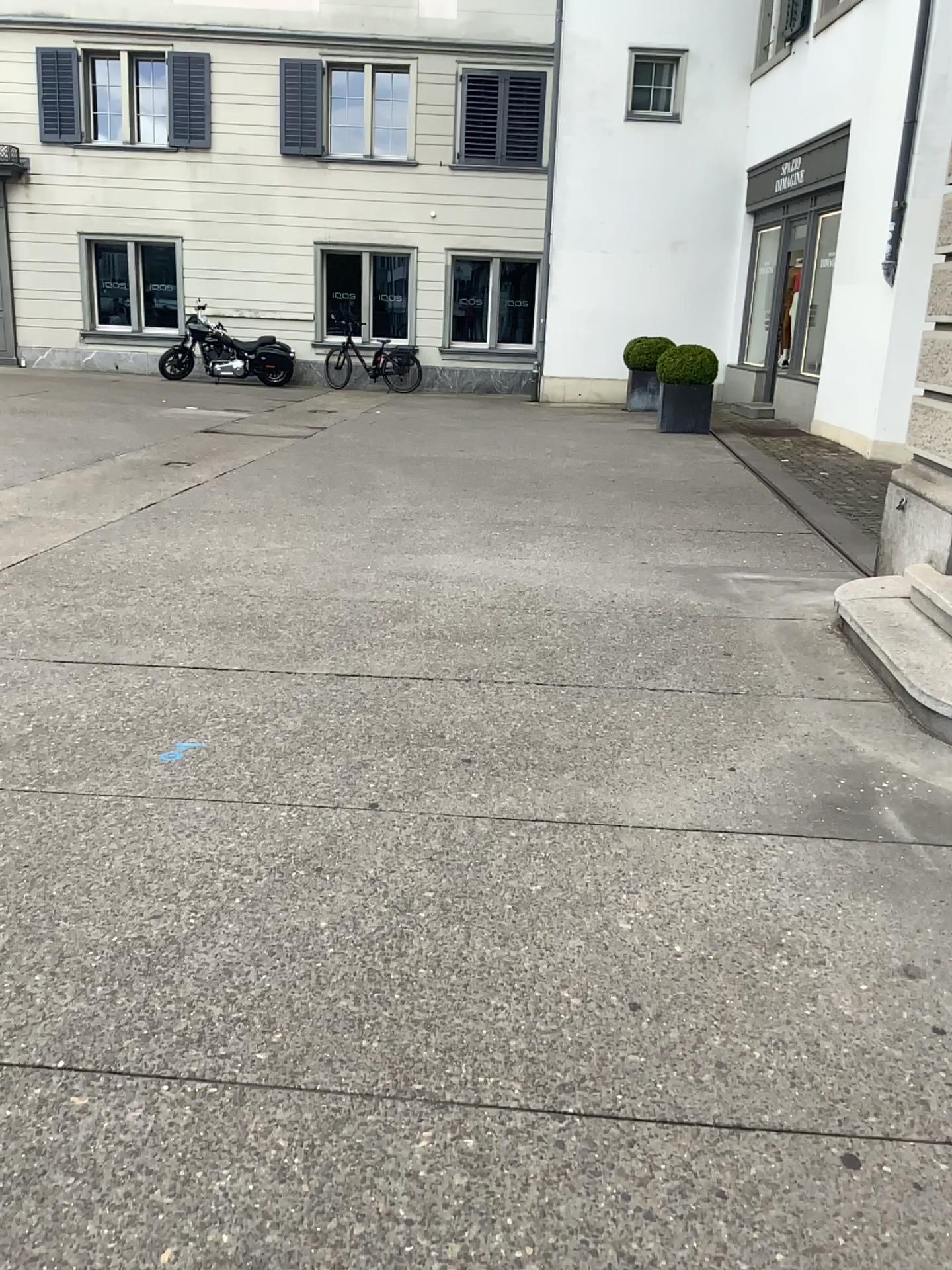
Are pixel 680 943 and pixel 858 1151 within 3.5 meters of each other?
yes
